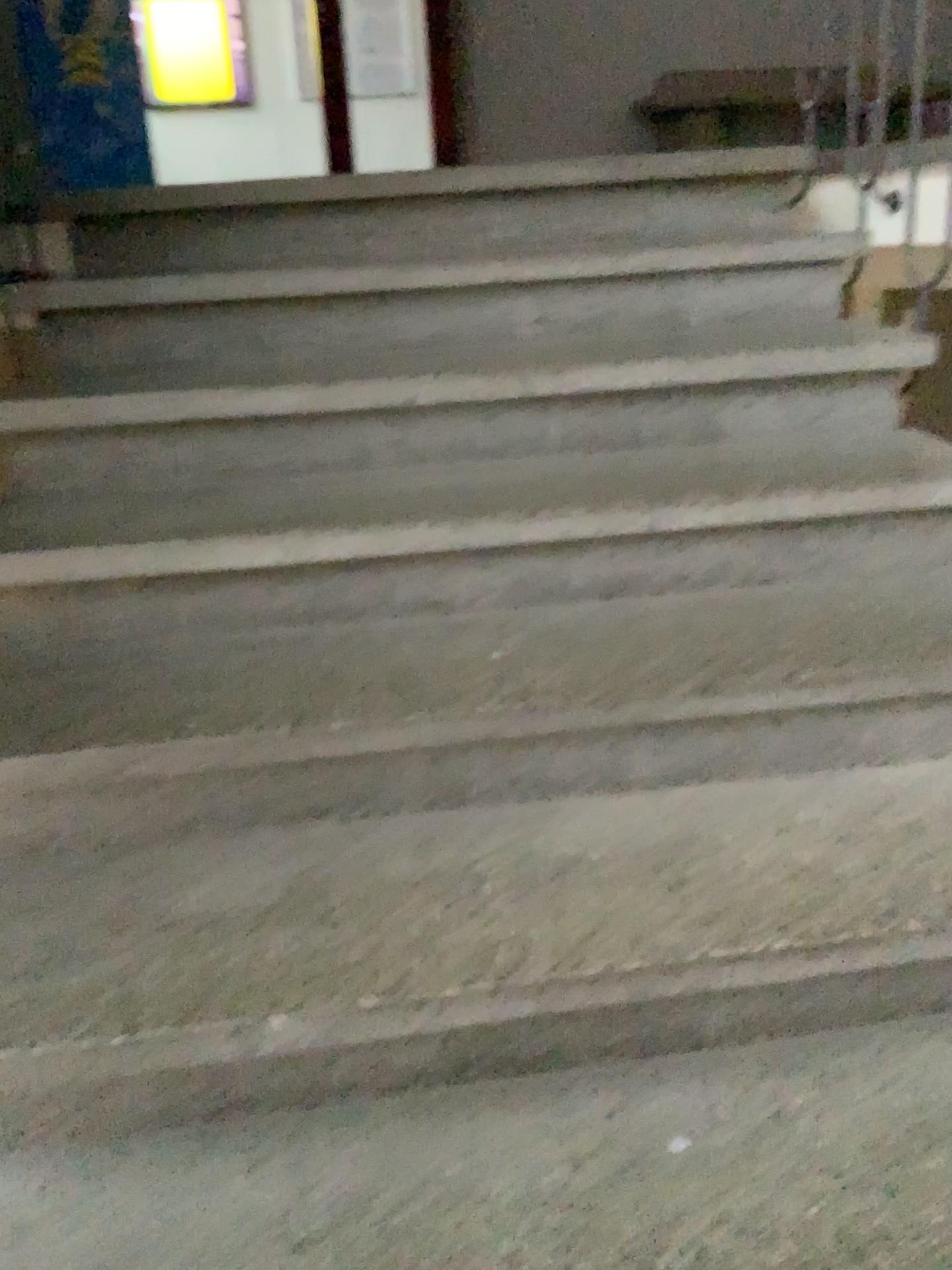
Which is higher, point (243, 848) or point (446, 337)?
point (446, 337)
